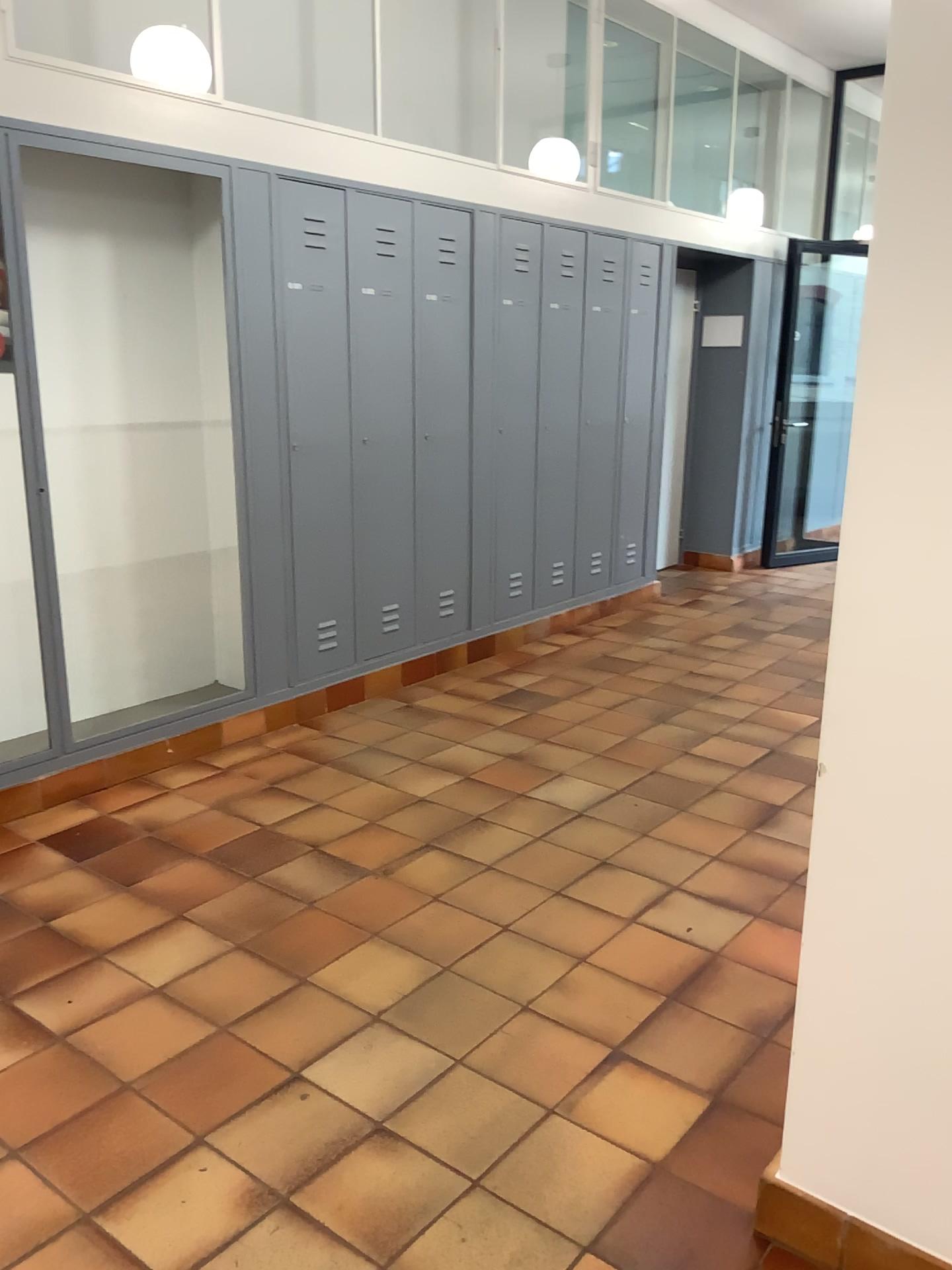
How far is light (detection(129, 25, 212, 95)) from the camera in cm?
392

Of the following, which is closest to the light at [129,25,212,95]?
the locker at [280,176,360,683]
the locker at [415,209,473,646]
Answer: the locker at [280,176,360,683]

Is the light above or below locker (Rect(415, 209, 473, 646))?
above

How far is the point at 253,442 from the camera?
4.09m

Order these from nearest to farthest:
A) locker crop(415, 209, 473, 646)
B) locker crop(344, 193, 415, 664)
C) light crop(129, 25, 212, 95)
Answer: light crop(129, 25, 212, 95) < locker crop(344, 193, 415, 664) < locker crop(415, 209, 473, 646)

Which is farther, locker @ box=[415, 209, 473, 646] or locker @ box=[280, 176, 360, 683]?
locker @ box=[415, 209, 473, 646]

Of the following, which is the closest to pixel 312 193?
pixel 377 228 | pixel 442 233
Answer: pixel 377 228

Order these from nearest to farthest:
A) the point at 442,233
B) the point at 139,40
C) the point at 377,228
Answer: the point at 139,40 < the point at 377,228 < the point at 442,233

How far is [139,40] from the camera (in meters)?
3.92

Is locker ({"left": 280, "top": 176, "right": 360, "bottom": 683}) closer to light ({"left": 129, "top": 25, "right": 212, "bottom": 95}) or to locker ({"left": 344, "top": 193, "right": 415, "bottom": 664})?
locker ({"left": 344, "top": 193, "right": 415, "bottom": 664})
